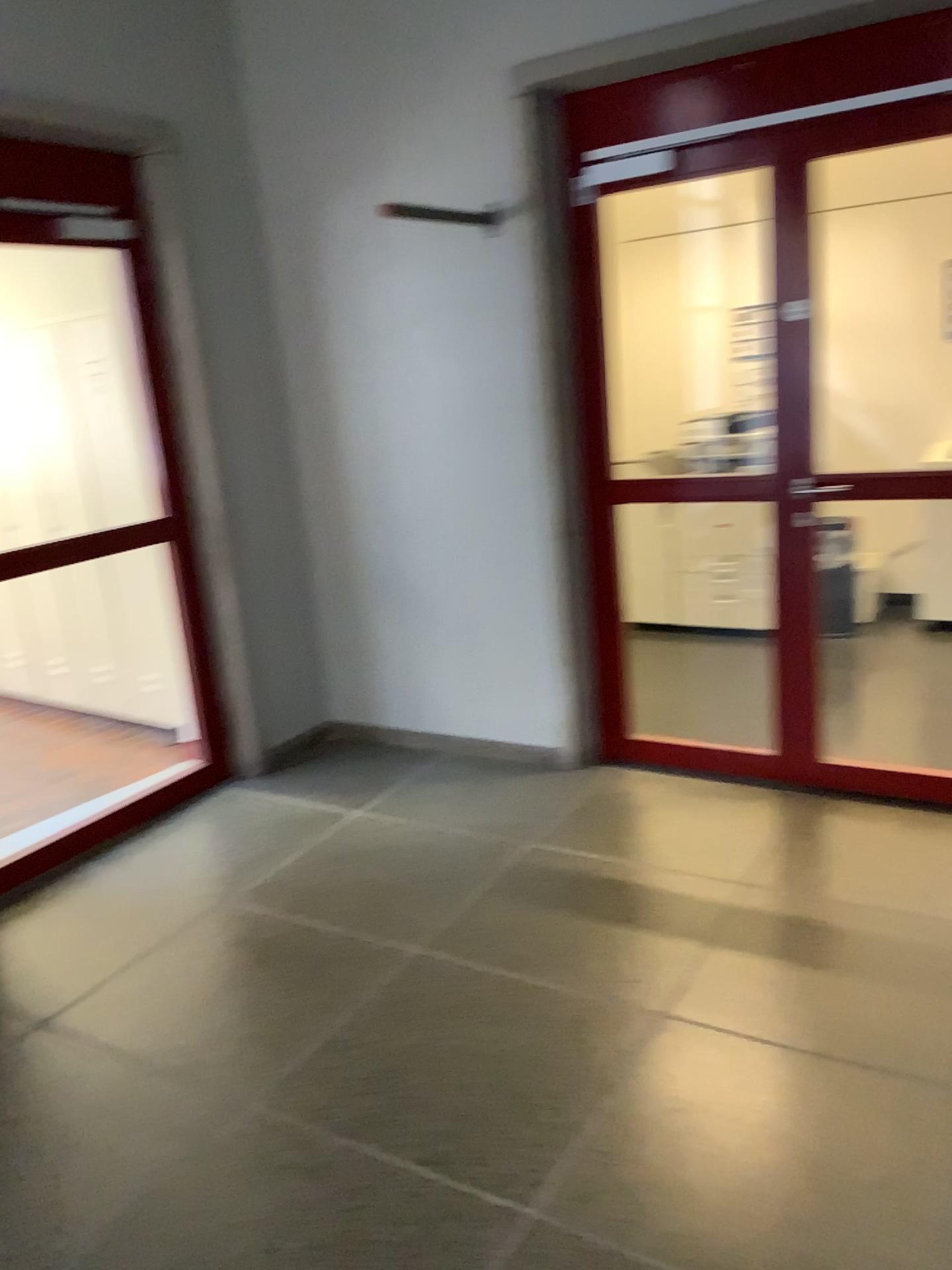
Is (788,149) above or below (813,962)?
above

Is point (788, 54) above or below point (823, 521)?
above

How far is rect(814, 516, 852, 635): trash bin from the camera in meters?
3.4 m

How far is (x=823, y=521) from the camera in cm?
344
